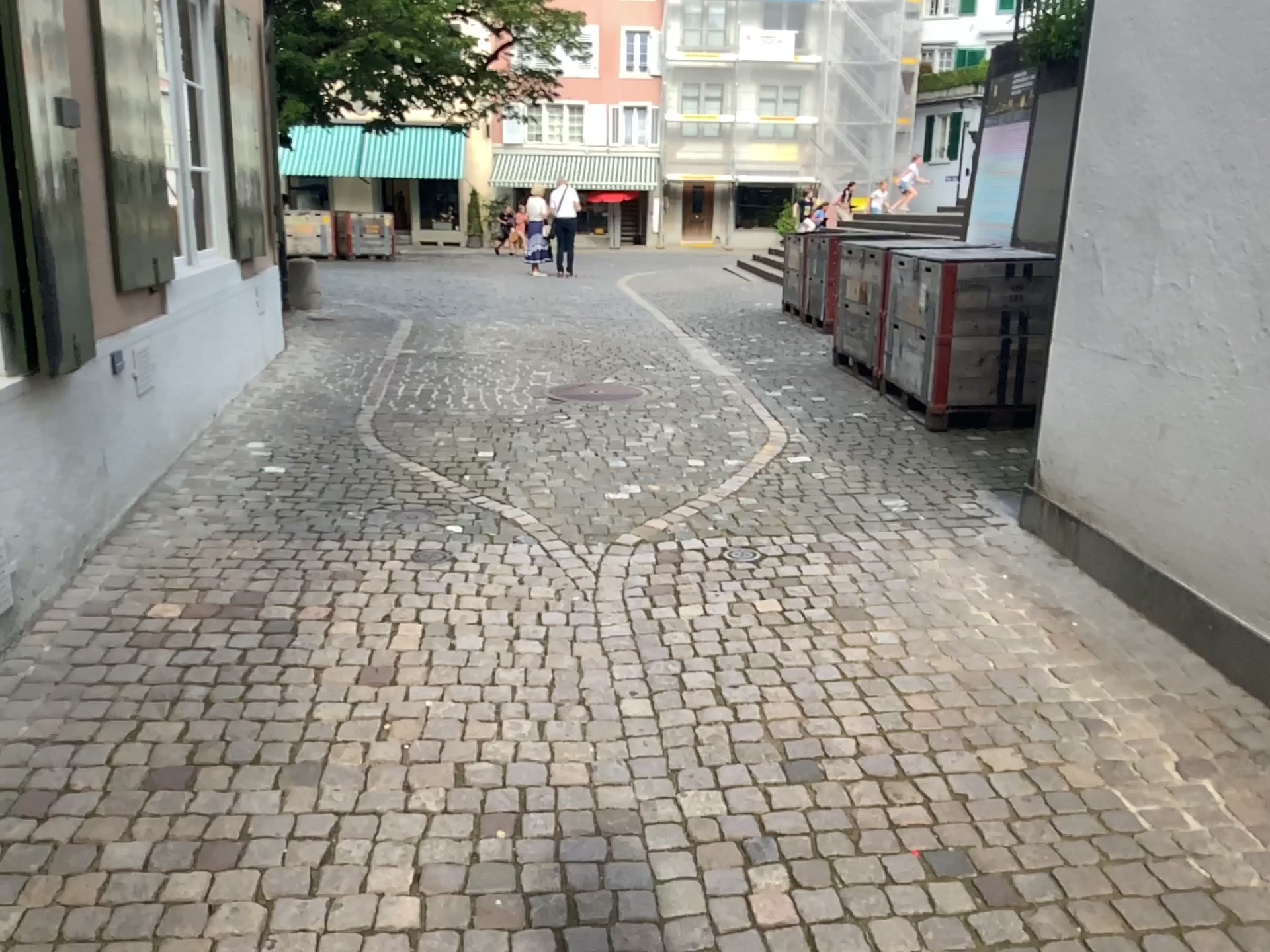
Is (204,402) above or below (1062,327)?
below
